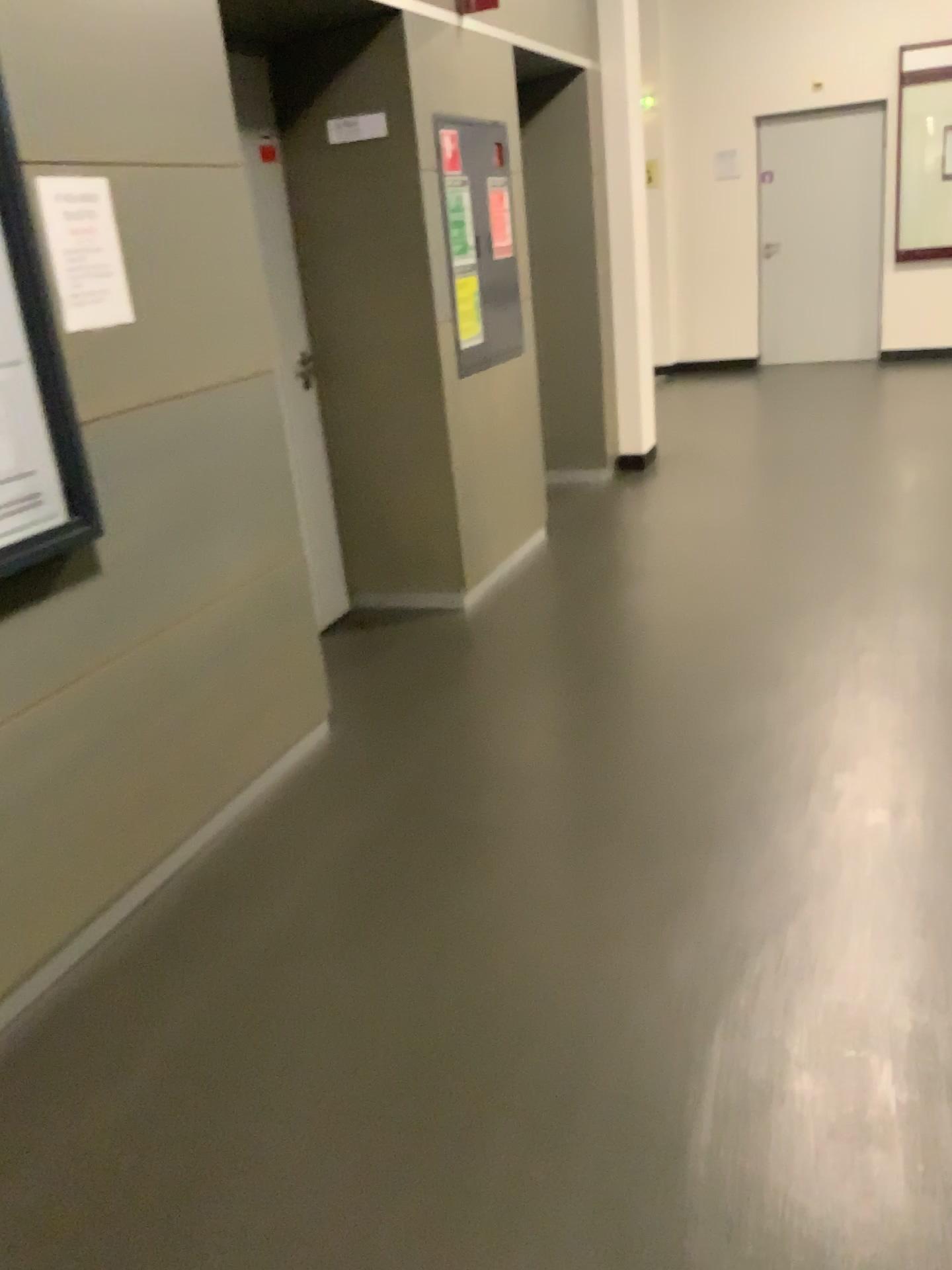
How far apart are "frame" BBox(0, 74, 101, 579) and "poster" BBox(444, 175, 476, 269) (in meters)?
2.27

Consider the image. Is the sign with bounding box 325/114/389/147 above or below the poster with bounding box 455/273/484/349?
above

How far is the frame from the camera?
2.01m

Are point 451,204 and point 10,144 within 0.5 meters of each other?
no

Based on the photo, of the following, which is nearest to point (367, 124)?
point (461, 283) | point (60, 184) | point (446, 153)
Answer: point (446, 153)

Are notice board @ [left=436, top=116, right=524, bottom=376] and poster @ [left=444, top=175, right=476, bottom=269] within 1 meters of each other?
yes

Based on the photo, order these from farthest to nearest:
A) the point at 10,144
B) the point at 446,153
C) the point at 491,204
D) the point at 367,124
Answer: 1. the point at 491,204
2. the point at 446,153
3. the point at 367,124
4. the point at 10,144

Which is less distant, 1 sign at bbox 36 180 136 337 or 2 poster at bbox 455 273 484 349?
1 sign at bbox 36 180 136 337

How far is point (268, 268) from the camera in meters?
3.2

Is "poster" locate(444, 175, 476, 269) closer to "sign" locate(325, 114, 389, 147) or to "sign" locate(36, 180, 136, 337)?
"sign" locate(325, 114, 389, 147)
